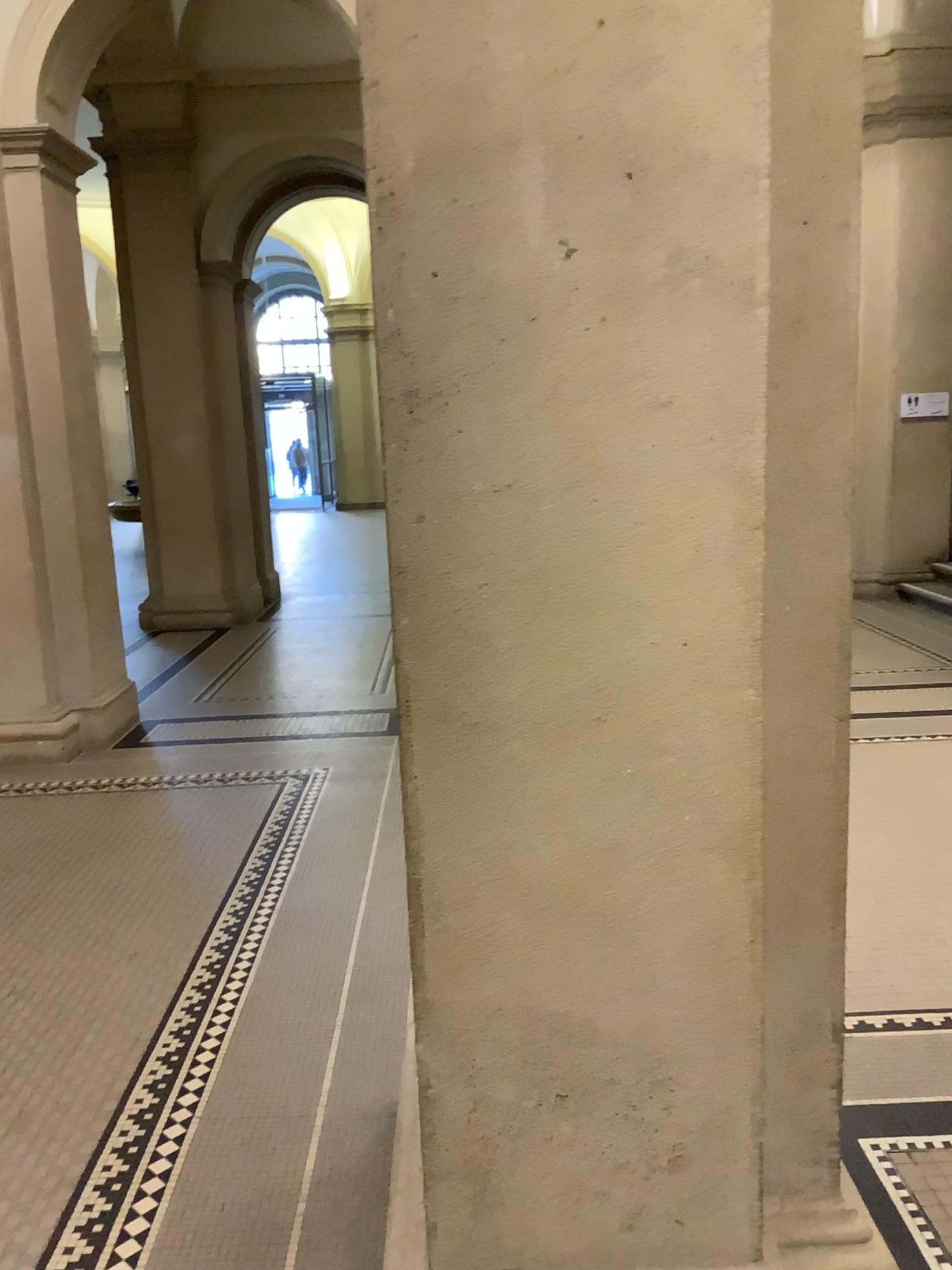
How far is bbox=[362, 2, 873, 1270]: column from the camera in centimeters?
140cm

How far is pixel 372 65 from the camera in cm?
140

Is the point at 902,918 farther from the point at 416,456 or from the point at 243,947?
the point at 416,456
